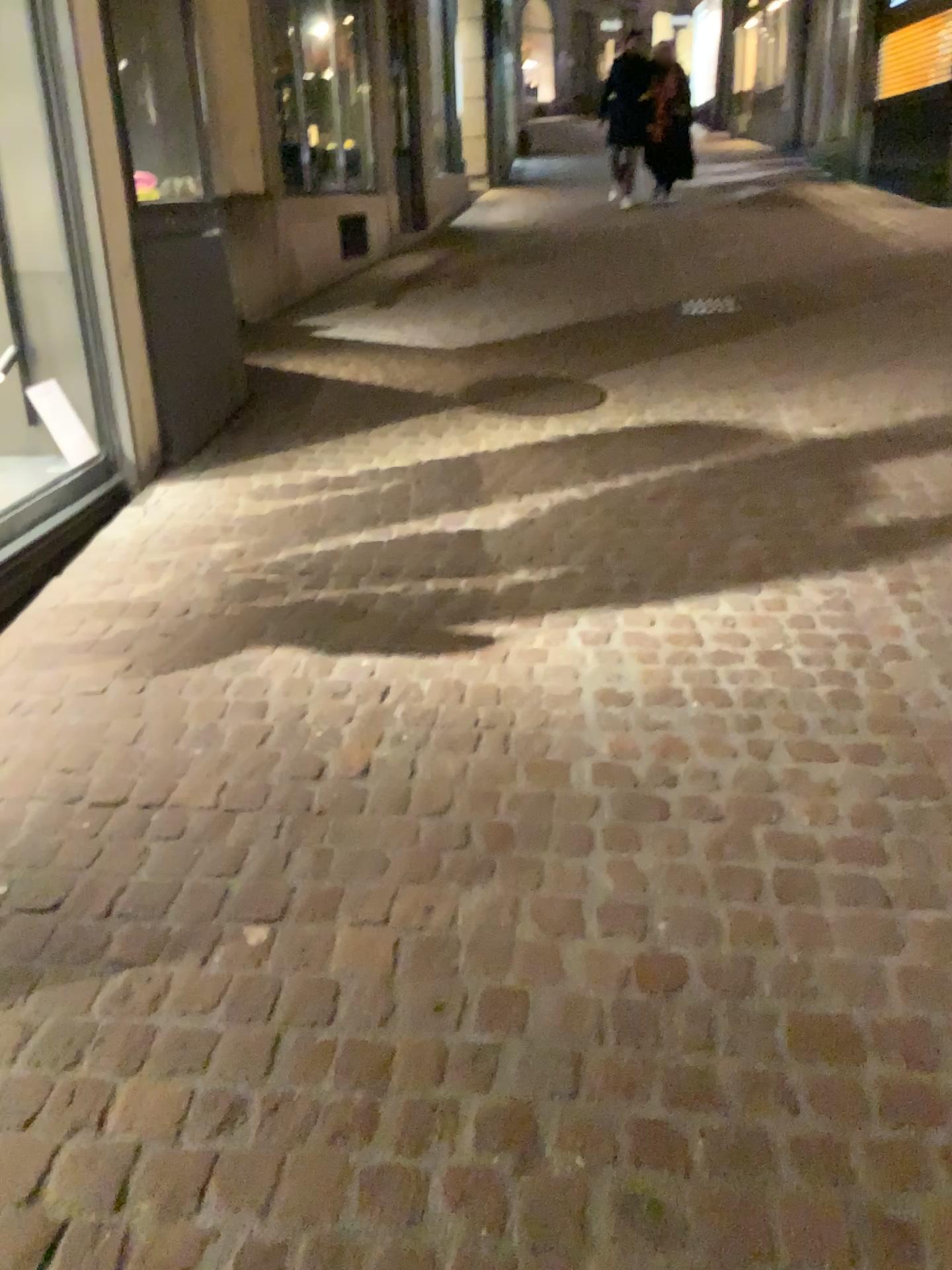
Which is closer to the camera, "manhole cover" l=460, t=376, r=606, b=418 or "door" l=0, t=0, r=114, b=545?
"door" l=0, t=0, r=114, b=545

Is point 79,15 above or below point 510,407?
above

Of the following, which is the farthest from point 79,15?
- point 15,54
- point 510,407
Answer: point 510,407

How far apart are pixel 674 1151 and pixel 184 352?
3.7 meters

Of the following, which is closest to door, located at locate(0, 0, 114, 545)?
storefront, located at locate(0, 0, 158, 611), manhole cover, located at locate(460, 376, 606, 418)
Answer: storefront, located at locate(0, 0, 158, 611)

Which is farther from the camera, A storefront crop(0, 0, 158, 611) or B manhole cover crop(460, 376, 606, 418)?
B manhole cover crop(460, 376, 606, 418)

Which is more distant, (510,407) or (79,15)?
(510,407)

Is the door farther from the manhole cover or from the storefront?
the manhole cover

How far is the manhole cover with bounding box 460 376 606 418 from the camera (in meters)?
4.82
